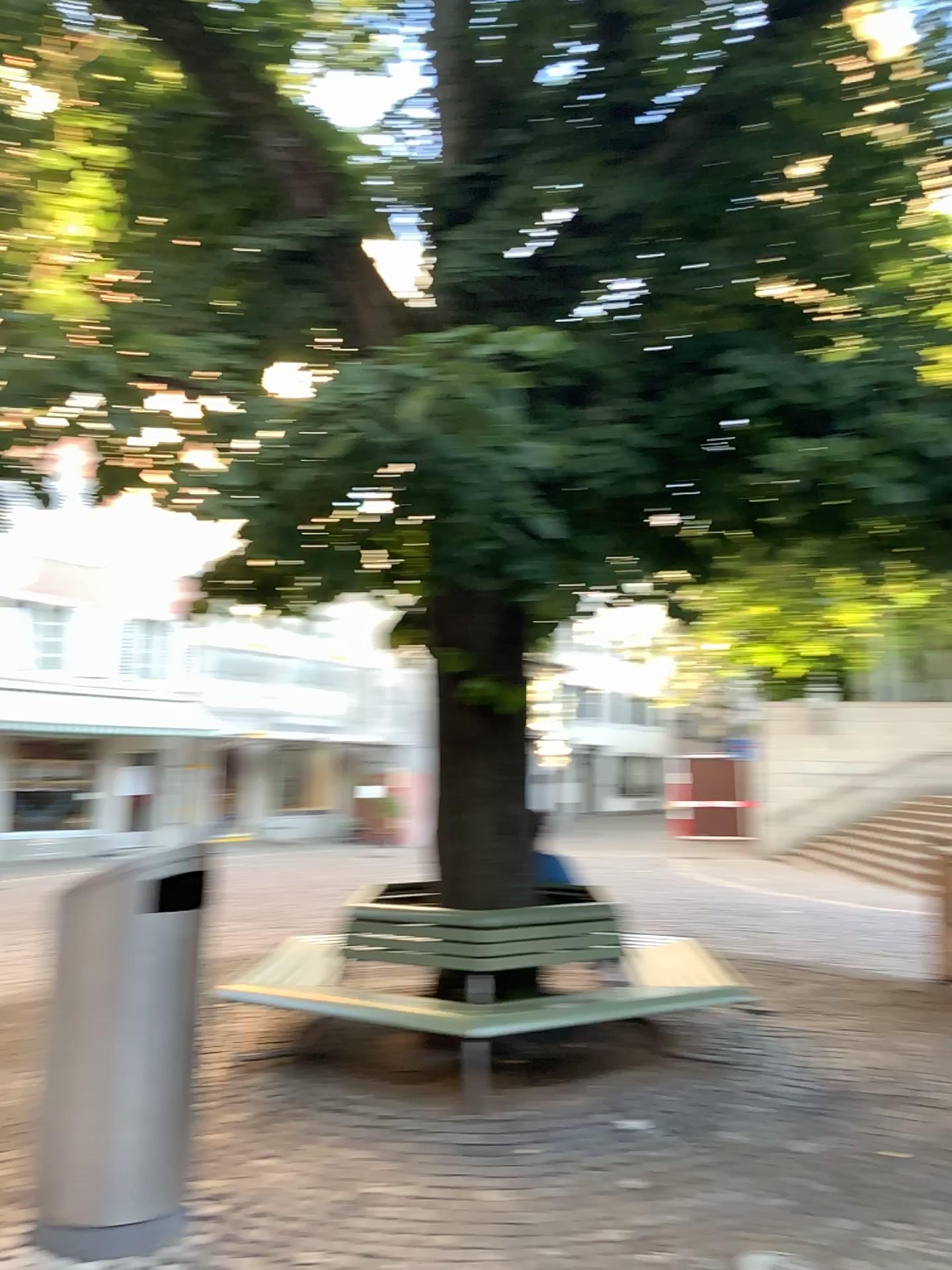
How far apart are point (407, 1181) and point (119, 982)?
1.28m
